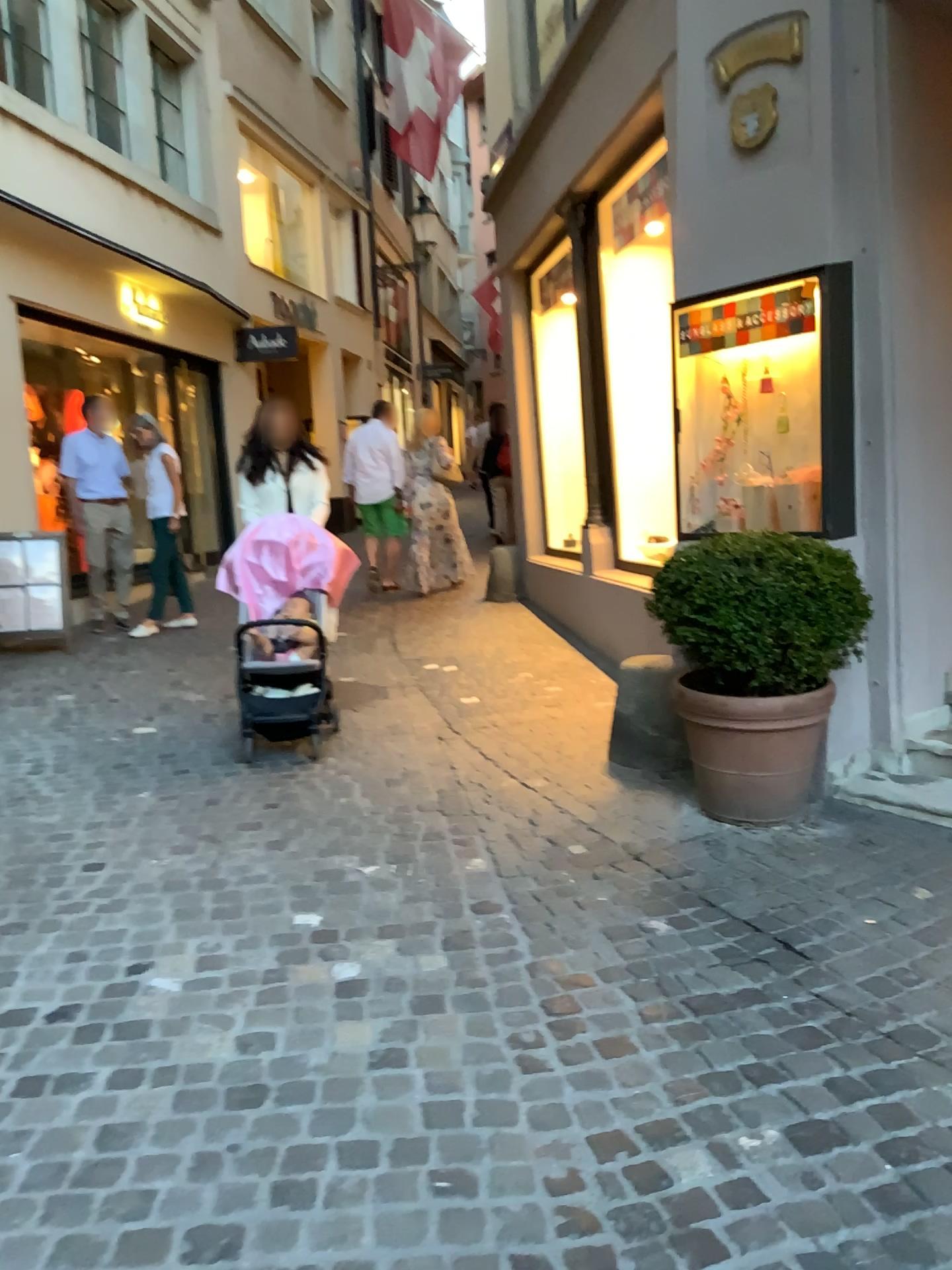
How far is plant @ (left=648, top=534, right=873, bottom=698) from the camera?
3.46m

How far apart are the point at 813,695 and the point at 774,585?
0.4 meters

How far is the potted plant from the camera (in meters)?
3.46

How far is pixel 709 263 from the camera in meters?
4.2

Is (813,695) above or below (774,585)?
below

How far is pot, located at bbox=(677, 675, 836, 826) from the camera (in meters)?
3.54

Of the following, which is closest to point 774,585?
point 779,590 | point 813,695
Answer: point 779,590
